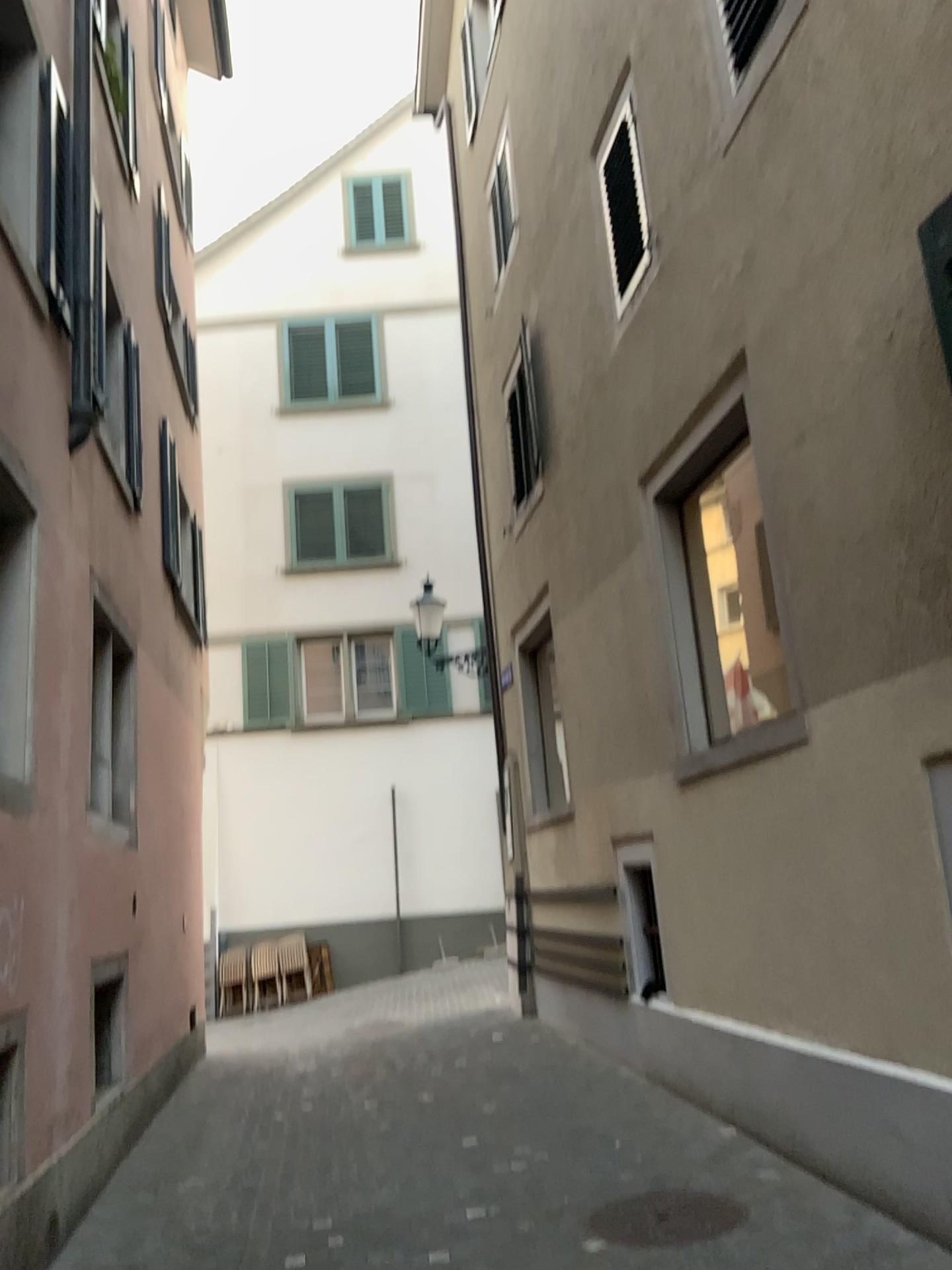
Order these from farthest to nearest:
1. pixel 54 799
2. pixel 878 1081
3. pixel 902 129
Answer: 1. pixel 54 799
2. pixel 878 1081
3. pixel 902 129
